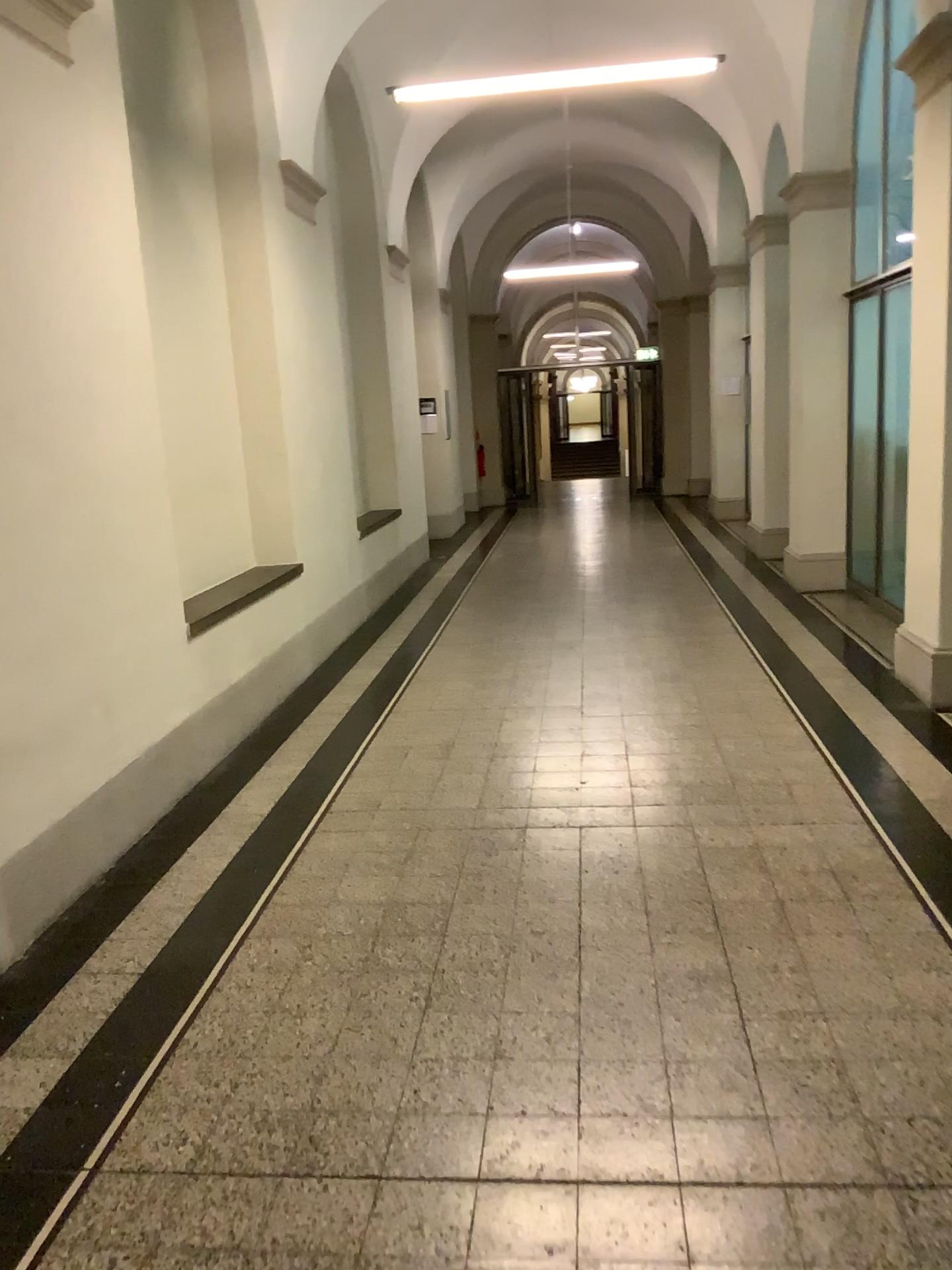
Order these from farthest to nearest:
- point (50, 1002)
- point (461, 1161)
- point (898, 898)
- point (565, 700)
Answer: point (565, 700), point (898, 898), point (50, 1002), point (461, 1161)
